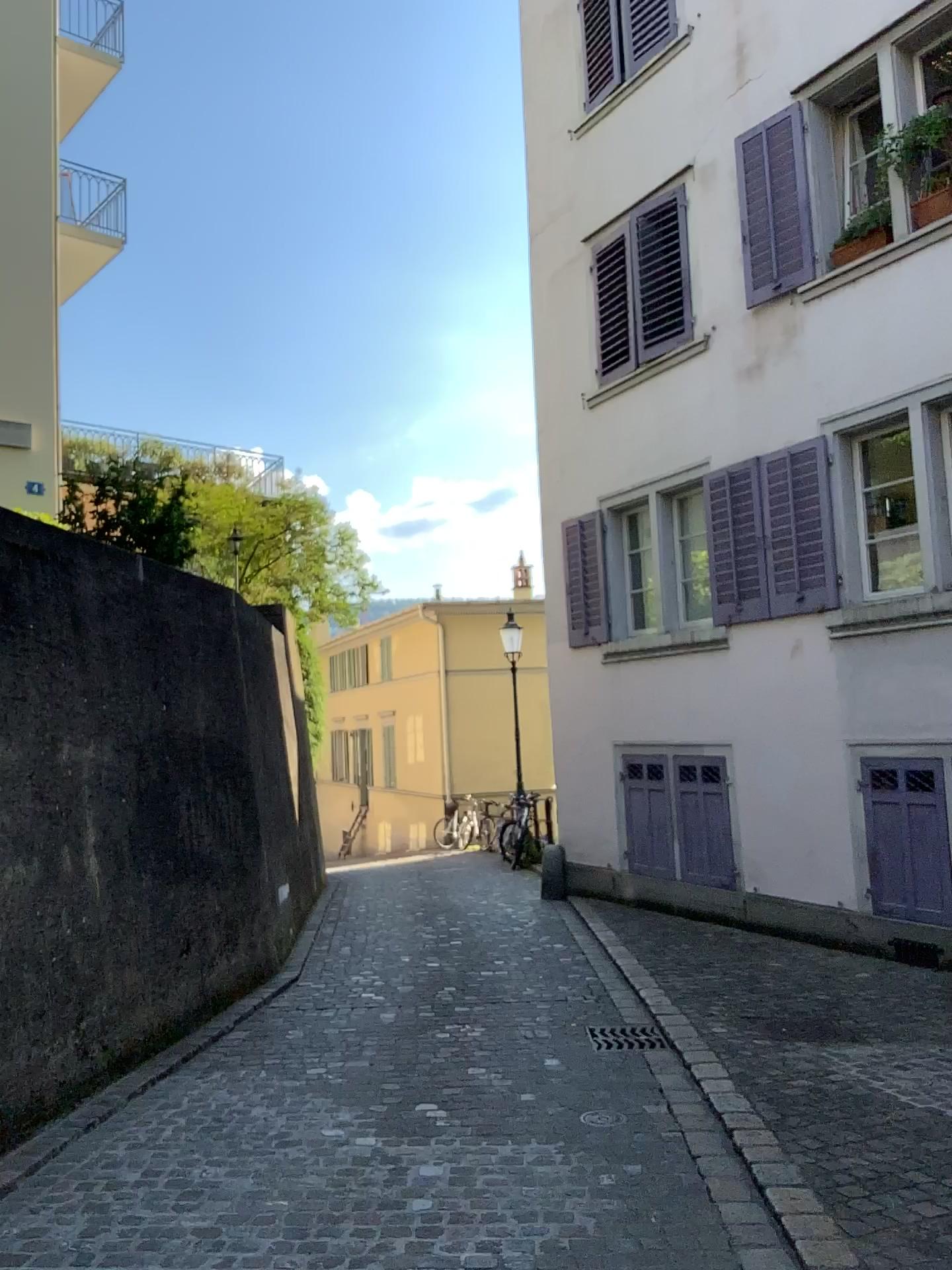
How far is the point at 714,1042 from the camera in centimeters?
531cm
